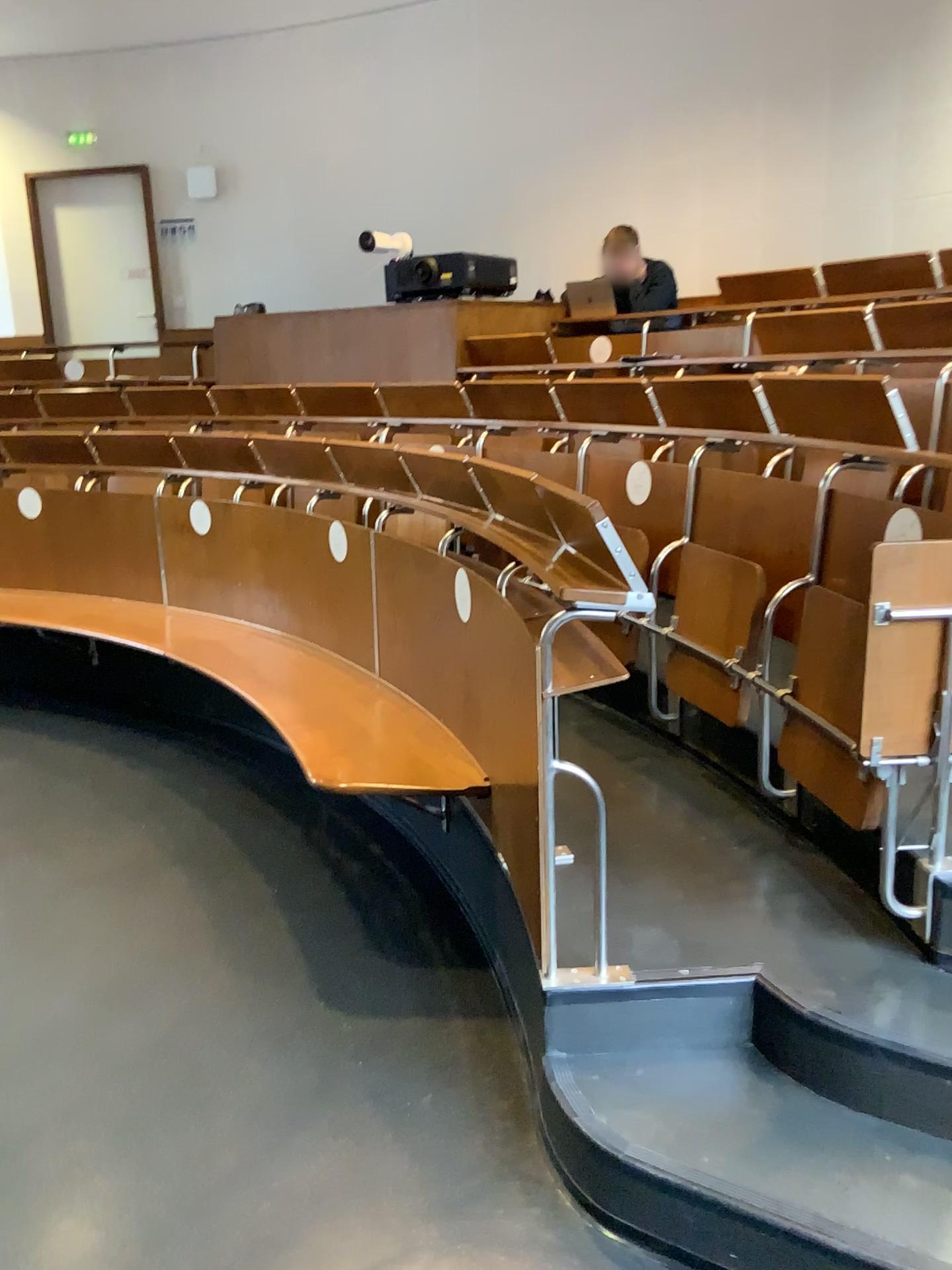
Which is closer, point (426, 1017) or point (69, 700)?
point (426, 1017)
